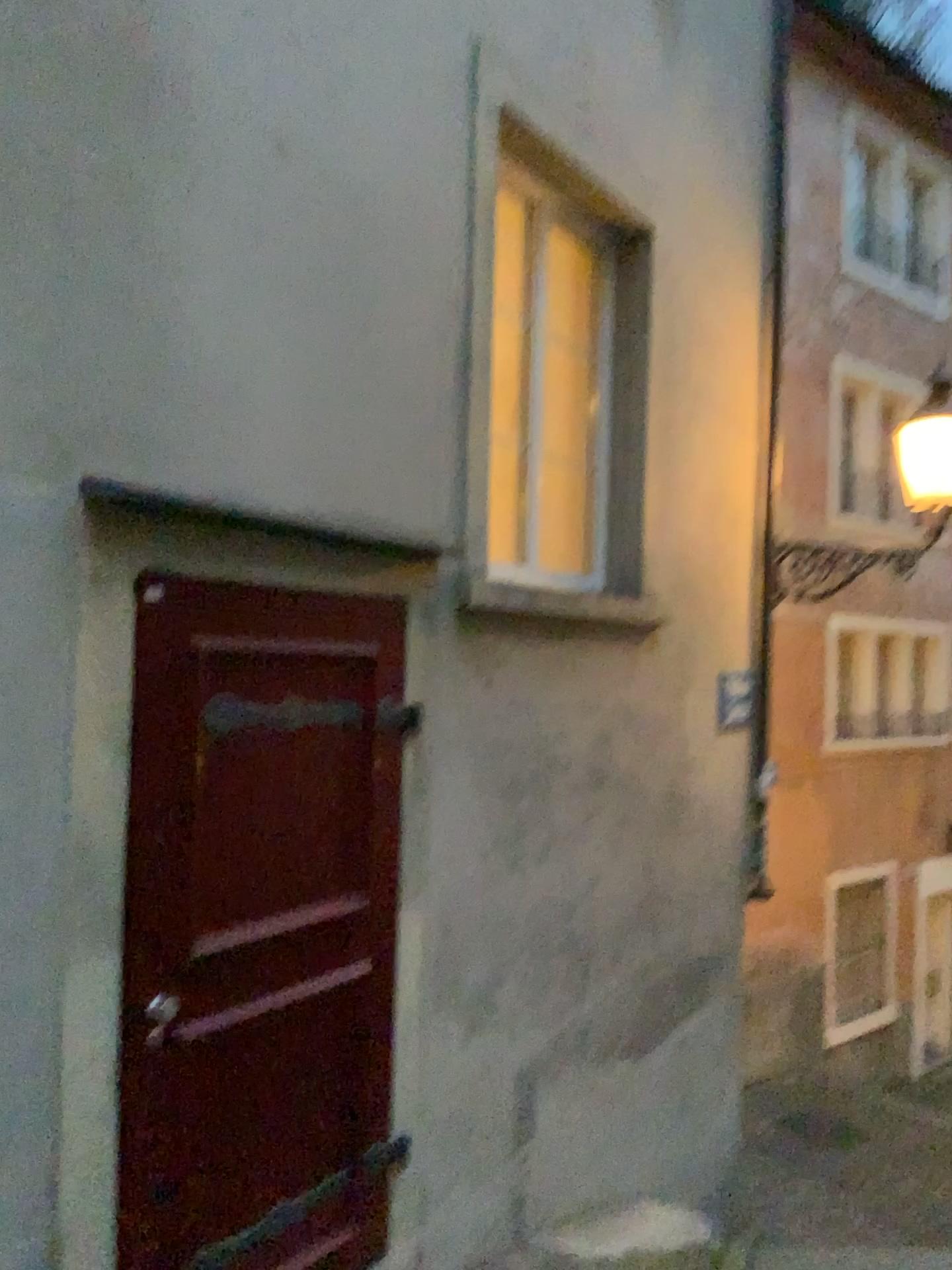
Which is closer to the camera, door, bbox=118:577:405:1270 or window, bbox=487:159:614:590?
door, bbox=118:577:405:1270

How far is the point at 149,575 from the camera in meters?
2.4 m

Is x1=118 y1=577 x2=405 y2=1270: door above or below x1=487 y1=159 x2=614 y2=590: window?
below

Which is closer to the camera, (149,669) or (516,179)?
(149,669)

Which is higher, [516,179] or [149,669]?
[516,179]
